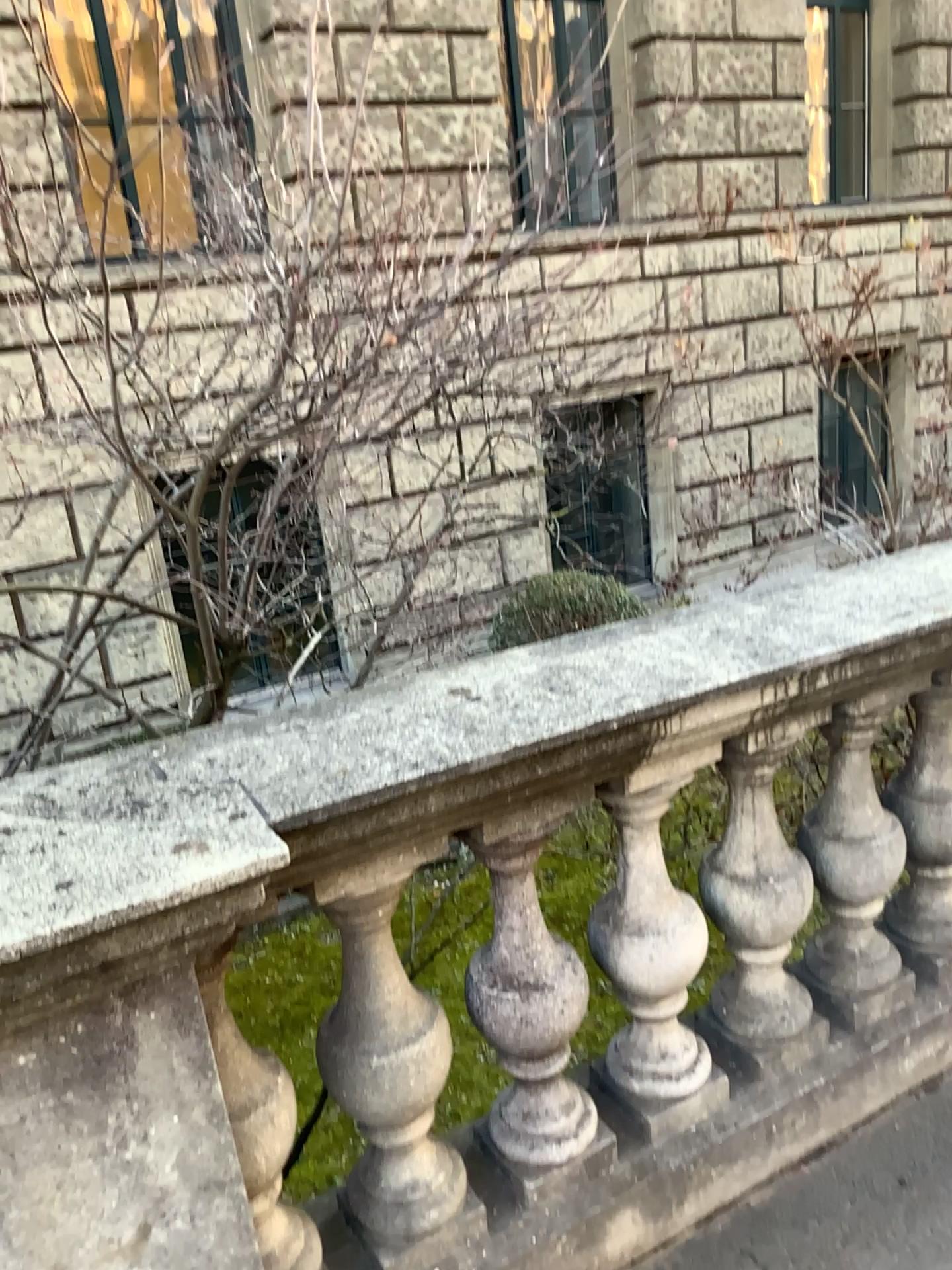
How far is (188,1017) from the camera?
1.23m

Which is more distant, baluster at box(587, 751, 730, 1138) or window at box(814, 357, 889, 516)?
window at box(814, 357, 889, 516)

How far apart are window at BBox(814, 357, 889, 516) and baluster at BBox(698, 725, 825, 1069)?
1.3m

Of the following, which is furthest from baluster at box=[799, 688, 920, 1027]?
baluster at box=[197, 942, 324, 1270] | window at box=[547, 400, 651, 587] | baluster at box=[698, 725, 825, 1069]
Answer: baluster at box=[197, 942, 324, 1270]

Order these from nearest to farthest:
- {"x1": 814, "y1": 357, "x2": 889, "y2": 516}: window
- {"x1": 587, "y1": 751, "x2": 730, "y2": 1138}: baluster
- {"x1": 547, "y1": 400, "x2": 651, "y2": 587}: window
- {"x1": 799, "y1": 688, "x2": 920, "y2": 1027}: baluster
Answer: {"x1": 587, "y1": 751, "x2": 730, "y2": 1138}: baluster
{"x1": 799, "y1": 688, "x2": 920, "y2": 1027}: baluster
{"x1": 547, "y1": 400, "x2": 651, "y2": 587}: window
{"x1": 814, "y1": 357, "x2": 889, "y2": 516}: window

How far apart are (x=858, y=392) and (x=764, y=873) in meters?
1.5

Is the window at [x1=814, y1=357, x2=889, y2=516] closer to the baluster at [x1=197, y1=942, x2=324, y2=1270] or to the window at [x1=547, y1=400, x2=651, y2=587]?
the window at [x1=547, y1=400, x2=651, y2=587]

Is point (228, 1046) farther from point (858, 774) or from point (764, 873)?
point (858, 774)

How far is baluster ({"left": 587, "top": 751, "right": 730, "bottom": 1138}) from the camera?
1.7m

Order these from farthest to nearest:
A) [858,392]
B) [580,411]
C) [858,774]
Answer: [858,392] → [580,411] → [858,774]
